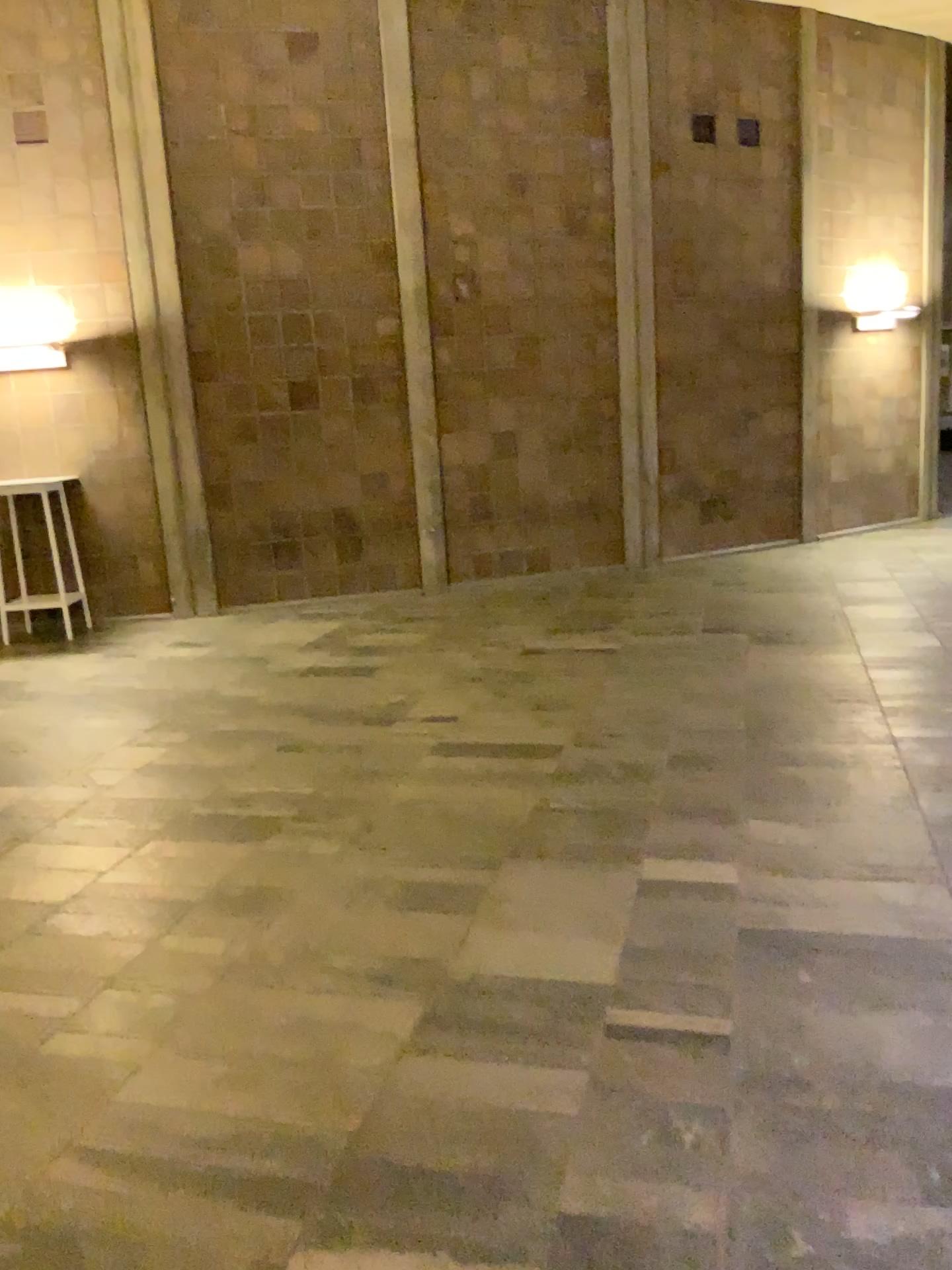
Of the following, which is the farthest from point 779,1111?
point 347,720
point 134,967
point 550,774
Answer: point 347,720
